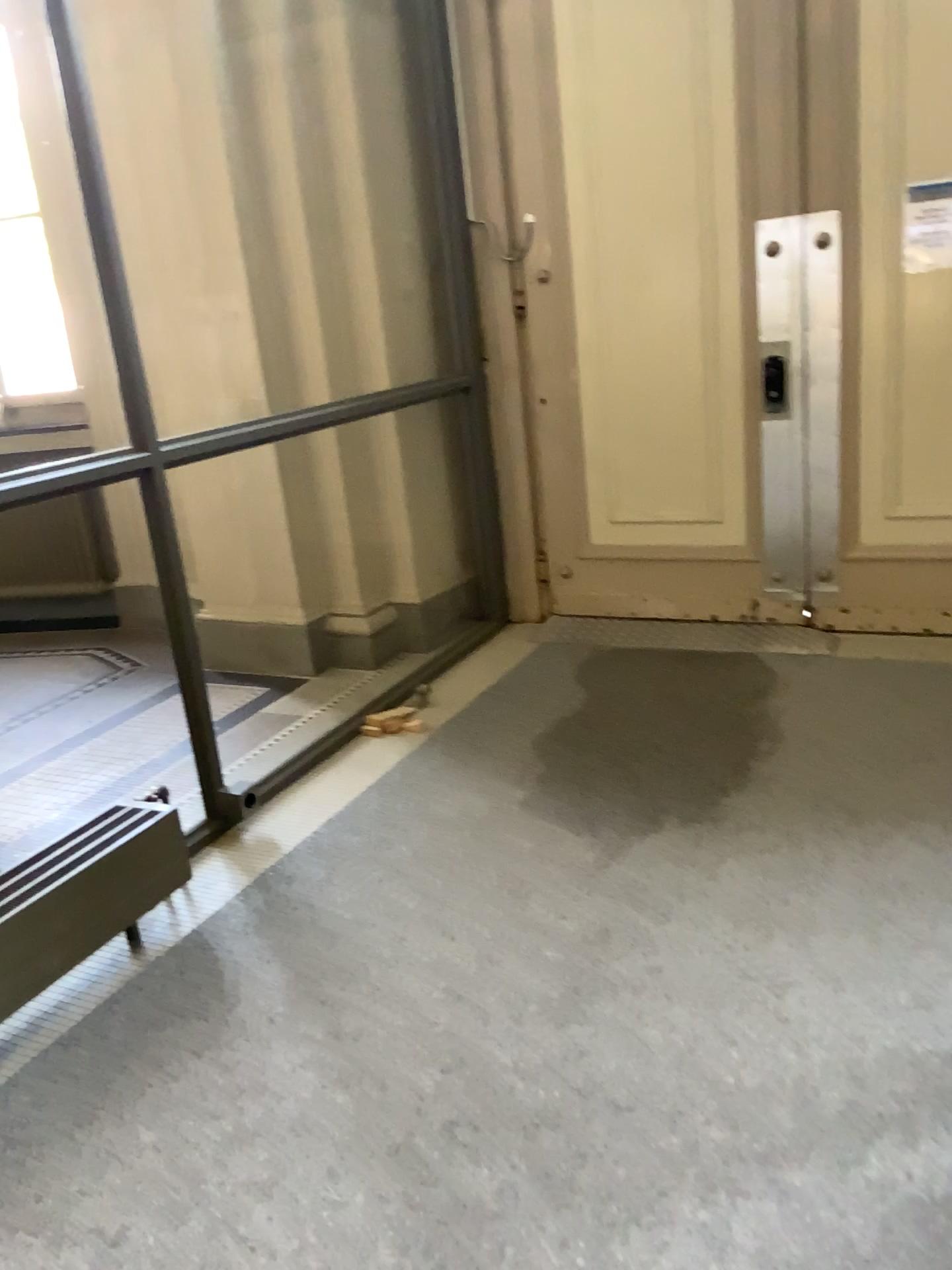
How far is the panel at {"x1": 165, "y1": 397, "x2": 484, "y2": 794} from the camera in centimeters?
441cm

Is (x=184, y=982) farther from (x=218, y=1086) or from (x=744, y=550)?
(x=744, y=550)

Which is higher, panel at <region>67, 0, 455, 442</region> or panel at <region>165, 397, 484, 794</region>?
panel at <region>67, 0, 455, 442</region>

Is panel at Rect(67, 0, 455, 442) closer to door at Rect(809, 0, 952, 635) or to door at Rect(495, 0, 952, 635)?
door at Rect(495, 0, 952, 635)

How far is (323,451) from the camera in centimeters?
441cm

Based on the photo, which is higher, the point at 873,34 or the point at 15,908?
the point at 873,34

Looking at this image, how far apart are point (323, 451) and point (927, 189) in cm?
248

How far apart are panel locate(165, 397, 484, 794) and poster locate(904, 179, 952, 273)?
1.9m

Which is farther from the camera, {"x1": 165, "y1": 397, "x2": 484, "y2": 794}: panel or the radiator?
{"x1": 165, "y1": 397, "x2": 484, "y2": 794}: panel

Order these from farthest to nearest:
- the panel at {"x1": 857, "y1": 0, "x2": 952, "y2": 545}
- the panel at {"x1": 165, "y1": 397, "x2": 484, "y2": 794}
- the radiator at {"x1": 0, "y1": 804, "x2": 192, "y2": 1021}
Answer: the panel at {"x1": 165, "y1": 397, "x2": 484, "y2": 794} < the panel at {"x1": 857, "y1": 0, "x2": 952, "y2": 545} < the radiator at {"x1": 0, "y1": 804, "x2": 192, "y2": 1021}
